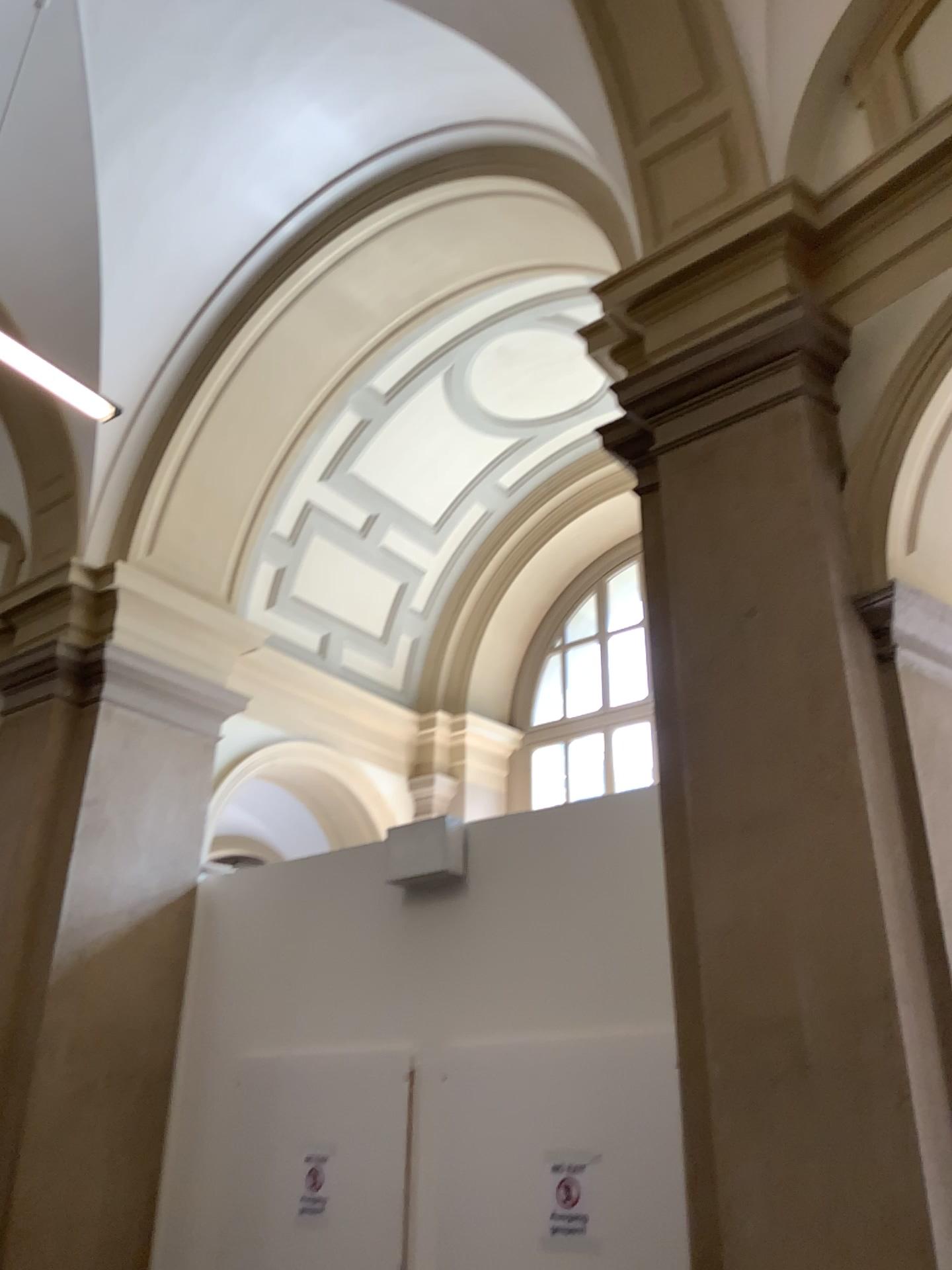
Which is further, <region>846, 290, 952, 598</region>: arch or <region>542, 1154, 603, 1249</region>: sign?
<region>542, 1154, 603, 1249</region>: sign

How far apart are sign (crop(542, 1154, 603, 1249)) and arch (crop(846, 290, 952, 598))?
2.5m

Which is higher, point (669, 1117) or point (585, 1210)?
point (669, 1117)

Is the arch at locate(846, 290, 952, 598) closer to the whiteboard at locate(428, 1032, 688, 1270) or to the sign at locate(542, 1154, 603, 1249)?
the whiteboard at locate(428, 1032, 688, 1270)

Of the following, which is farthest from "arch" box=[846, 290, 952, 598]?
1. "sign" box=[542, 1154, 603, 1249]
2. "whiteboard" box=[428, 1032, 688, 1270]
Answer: "sign" box=[542, 1154, 603, 1249]

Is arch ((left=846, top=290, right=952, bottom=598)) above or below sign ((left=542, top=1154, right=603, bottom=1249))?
above

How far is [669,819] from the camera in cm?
325

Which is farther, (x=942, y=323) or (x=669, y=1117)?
(x=669, y=1117)

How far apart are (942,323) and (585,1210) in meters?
3.4 m

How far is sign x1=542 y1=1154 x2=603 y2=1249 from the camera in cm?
405
